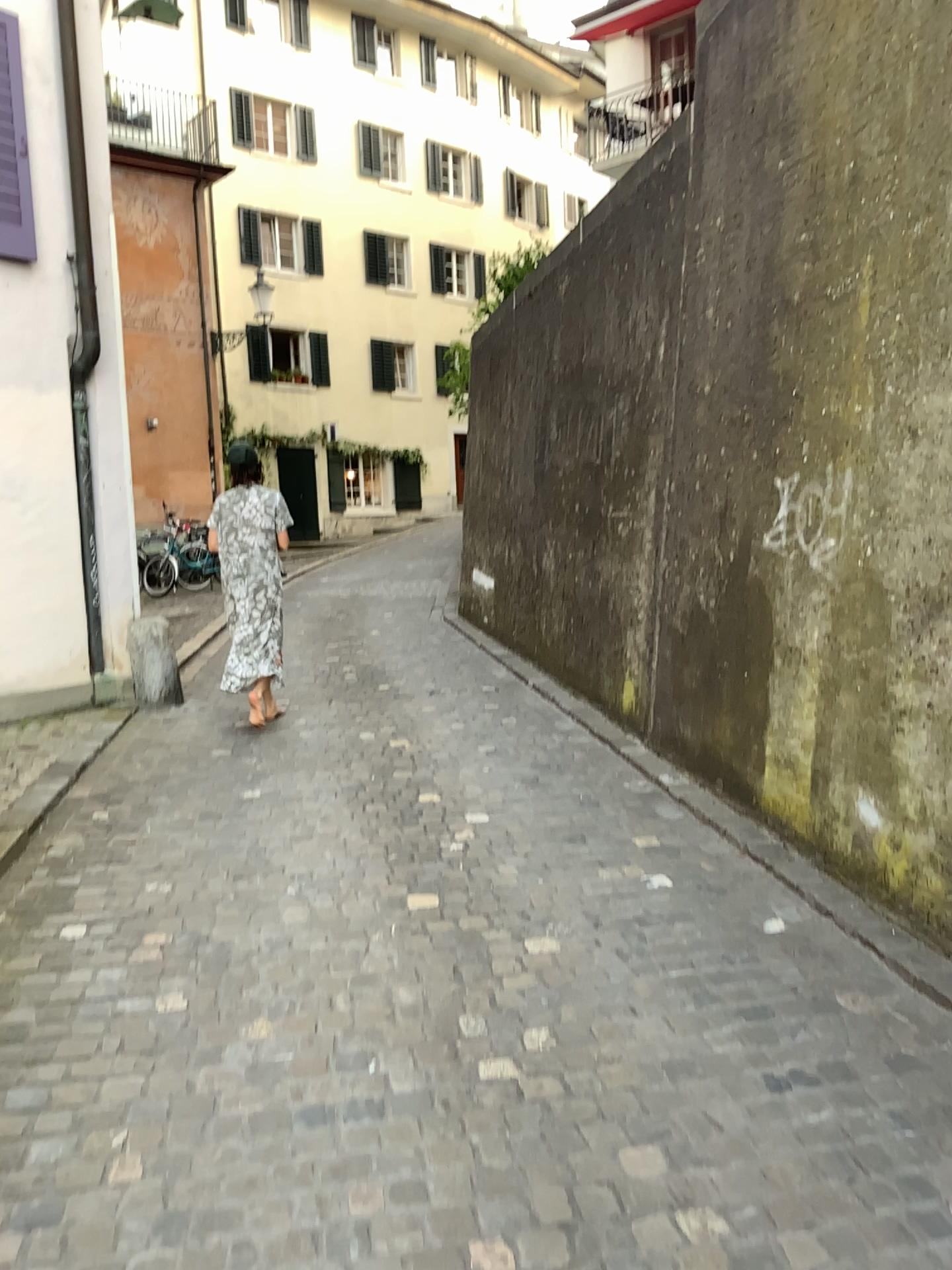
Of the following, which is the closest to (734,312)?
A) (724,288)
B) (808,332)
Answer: (724,288)
